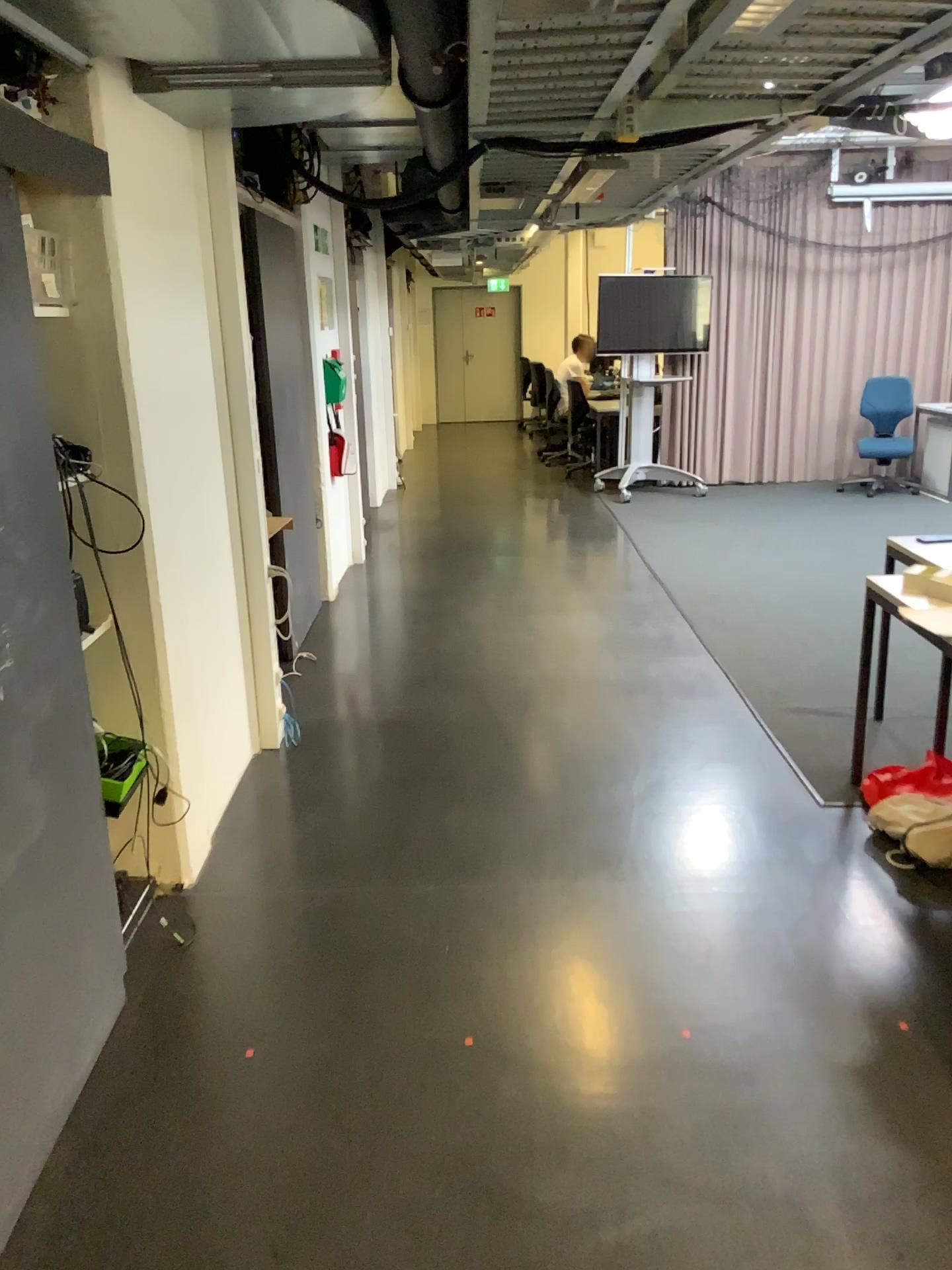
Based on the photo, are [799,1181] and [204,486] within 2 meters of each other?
no
